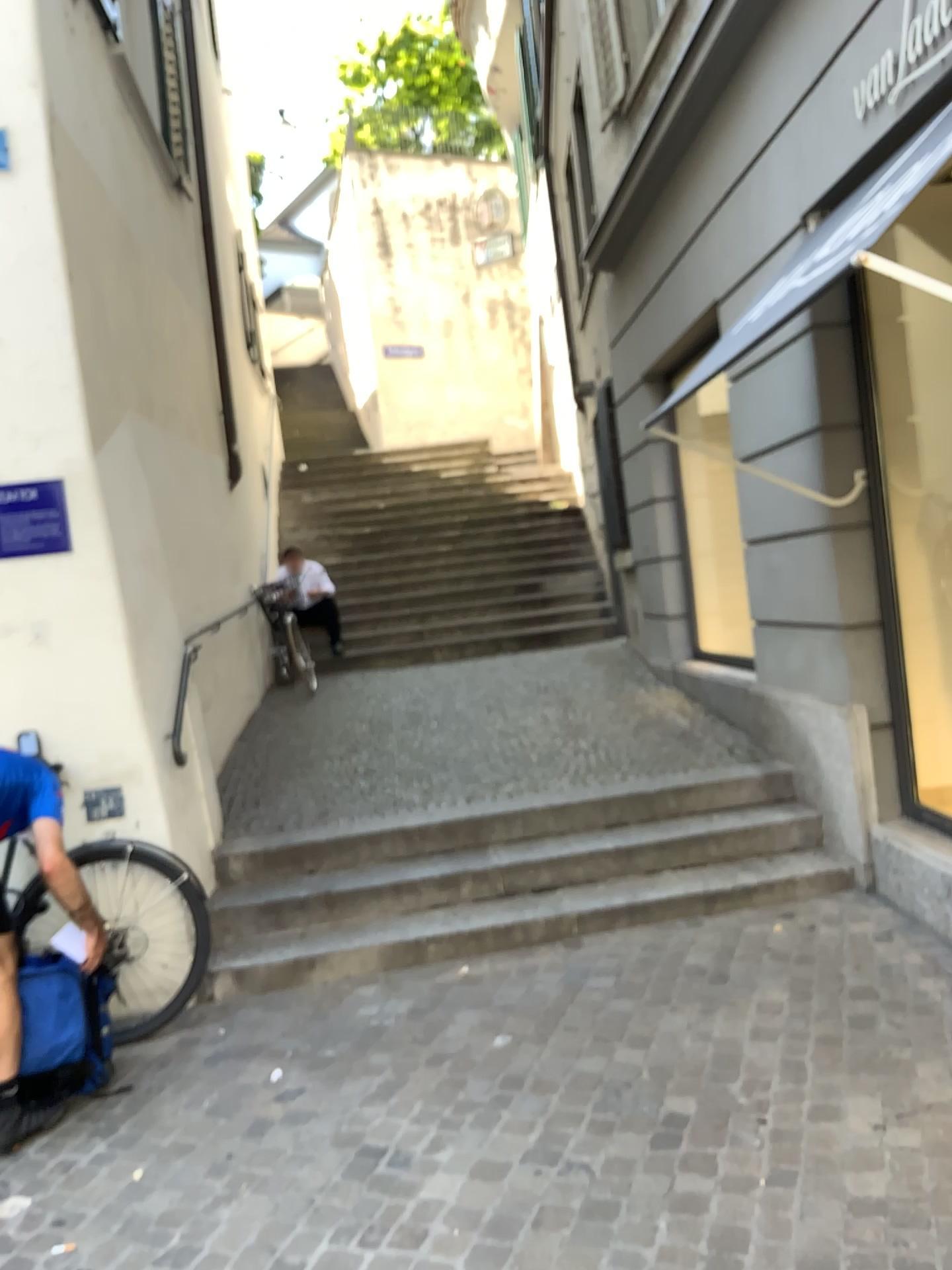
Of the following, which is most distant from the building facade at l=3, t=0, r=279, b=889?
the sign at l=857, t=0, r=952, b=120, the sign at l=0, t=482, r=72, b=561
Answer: the sign at l=857, t=0, r=952, b=120

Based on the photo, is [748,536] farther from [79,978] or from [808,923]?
[79,978]

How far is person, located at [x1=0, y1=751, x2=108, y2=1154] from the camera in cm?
319

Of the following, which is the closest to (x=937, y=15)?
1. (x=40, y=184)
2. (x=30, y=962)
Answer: (x=40, y=184)

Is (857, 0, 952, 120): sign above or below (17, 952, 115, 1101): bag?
above

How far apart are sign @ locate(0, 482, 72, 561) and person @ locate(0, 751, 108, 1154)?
1.0 meters

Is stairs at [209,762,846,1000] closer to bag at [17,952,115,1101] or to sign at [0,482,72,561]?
bag at [17,952,115,1101]

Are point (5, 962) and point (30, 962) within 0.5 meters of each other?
yes

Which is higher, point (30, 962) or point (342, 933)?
point (30, 962)

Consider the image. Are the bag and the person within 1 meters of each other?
yes
